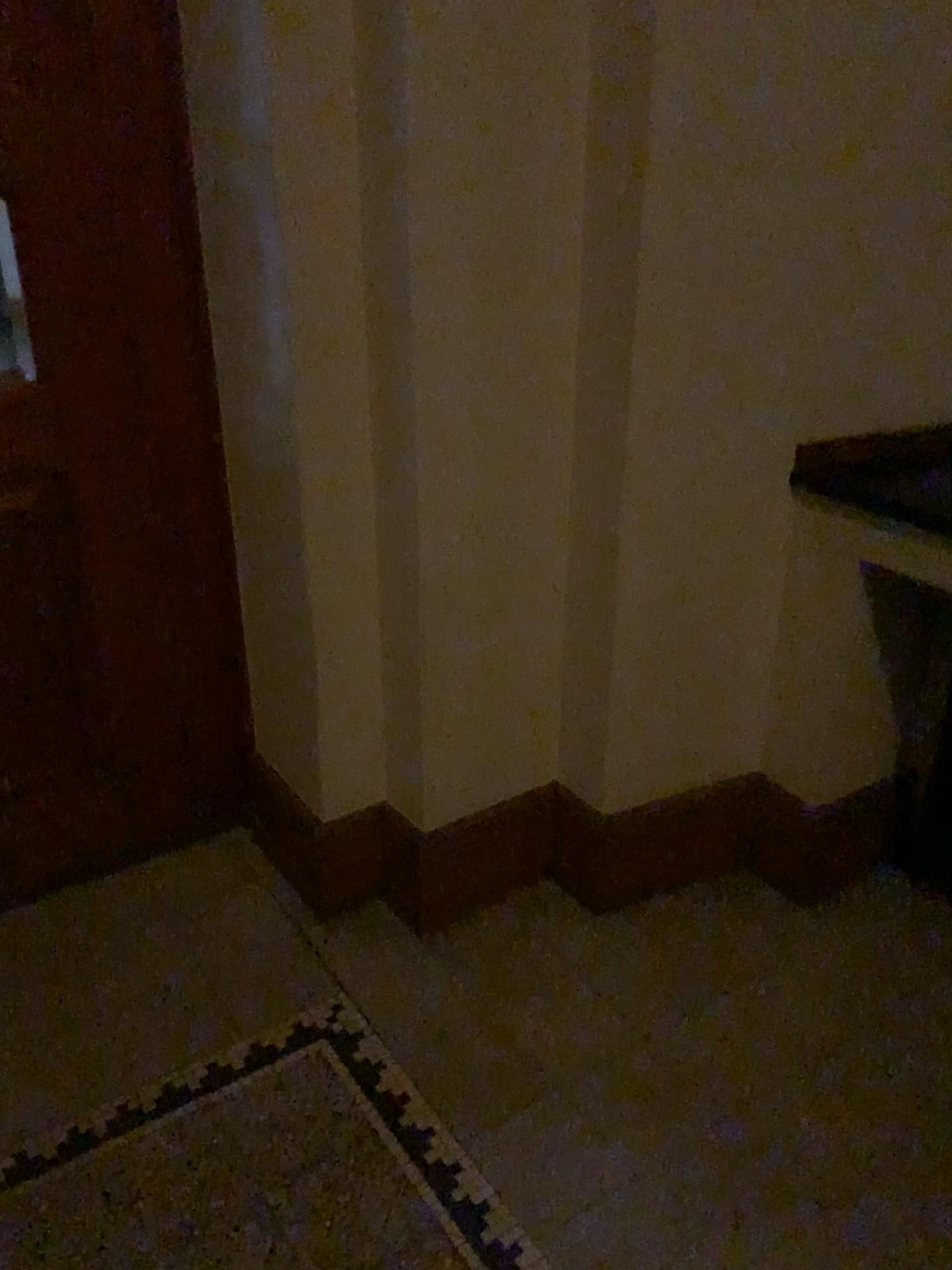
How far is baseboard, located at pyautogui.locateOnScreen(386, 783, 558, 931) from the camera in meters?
2.1 m

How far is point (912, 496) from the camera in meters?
1.9 m

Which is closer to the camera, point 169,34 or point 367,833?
point 169,34

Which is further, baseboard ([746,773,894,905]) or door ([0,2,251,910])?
baseboard ([746,773,894,905])

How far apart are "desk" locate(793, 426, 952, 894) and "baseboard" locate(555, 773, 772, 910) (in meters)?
0.30

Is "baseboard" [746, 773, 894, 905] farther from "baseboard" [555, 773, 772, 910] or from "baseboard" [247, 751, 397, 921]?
"baseboard" [247, 751, 397, 921]

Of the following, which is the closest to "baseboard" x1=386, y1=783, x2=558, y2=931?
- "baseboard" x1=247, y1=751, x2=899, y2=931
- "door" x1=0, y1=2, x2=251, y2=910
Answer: "baseboard" x1=247, y1=751, x2=899, y2=931

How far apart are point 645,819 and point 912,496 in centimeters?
83cm

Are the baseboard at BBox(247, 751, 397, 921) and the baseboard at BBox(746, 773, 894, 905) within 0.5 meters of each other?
no

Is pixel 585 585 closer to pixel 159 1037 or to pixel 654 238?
pixel 654 238
